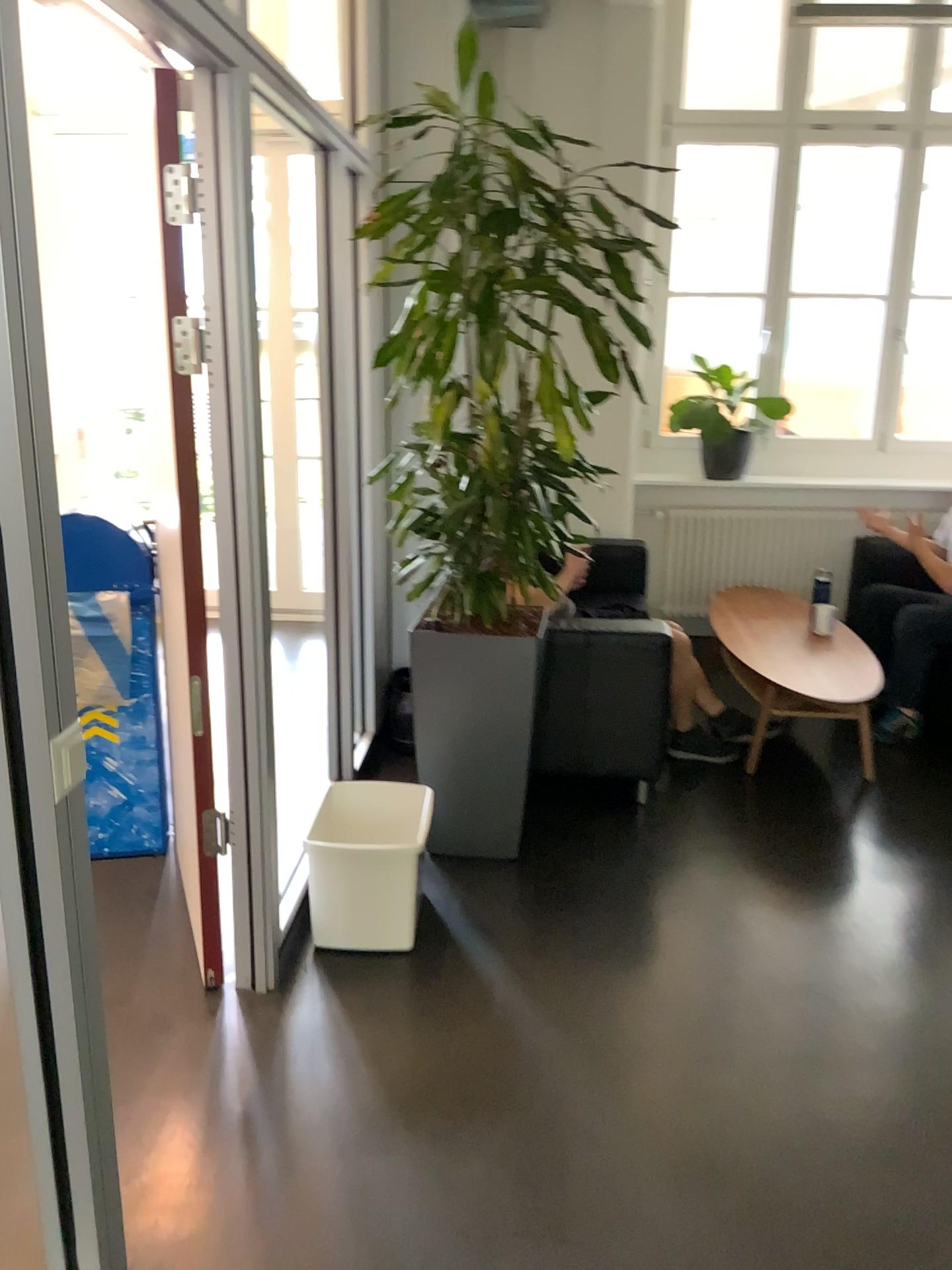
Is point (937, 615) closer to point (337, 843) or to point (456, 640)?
point (456, 640)

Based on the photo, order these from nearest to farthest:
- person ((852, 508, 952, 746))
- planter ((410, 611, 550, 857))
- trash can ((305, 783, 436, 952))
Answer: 1. trash can ((305, 783, 436, 952))
2. planter ((410, 611, 550, 857))
3. person ((852, 508, 952, 746))

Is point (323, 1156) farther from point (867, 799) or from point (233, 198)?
point (867, 799)

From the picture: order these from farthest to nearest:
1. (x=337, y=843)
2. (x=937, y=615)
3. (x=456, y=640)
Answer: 1. (x=937, y=615)
2. (x=456, y=640)
3. (x=337, y=843)

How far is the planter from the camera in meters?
3.1 m

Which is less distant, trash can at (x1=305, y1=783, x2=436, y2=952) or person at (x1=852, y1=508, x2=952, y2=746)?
trash can at (x1=305, y1=783, x2=436, y2=952)

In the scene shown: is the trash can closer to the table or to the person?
the table

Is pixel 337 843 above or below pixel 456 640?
below

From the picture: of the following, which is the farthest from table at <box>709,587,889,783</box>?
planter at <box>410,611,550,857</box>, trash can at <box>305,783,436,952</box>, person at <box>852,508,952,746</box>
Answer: trash can at <box>305,783,436,952</box>

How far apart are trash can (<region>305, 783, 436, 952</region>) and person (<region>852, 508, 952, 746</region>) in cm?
236
